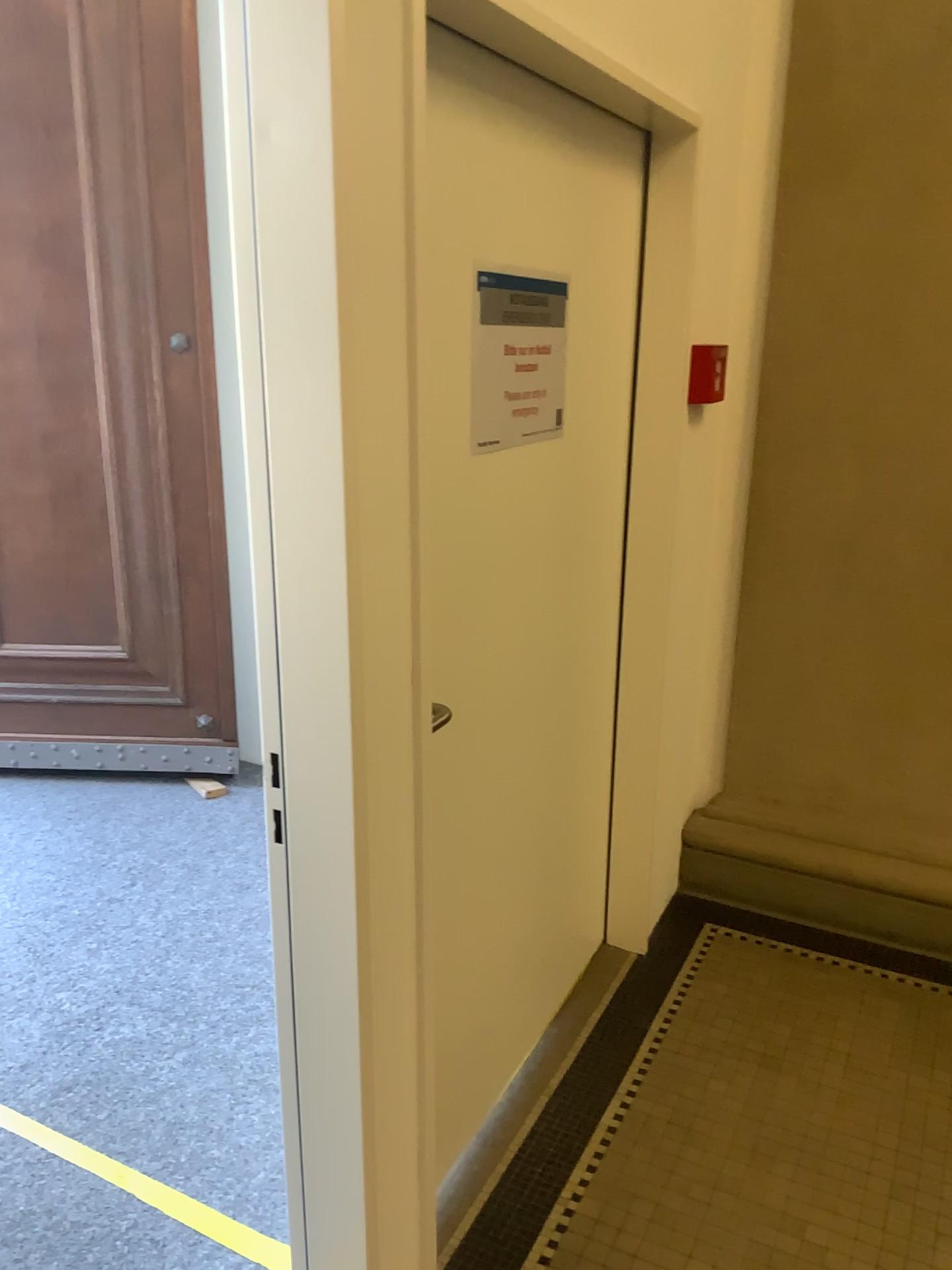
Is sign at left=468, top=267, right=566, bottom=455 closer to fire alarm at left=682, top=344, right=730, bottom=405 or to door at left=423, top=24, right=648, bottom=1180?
door at left=423, top=24, right=648, bottom=1180

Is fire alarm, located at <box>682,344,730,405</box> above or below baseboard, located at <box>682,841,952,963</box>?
above

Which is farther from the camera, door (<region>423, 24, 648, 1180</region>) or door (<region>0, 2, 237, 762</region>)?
door (<region>0, 2, 237, 762</region>)

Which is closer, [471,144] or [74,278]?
[471,144]

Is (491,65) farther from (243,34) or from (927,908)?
(927,908)

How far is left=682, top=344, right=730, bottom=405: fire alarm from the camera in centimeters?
257cm

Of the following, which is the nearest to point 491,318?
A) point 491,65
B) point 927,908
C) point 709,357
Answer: point 491,65

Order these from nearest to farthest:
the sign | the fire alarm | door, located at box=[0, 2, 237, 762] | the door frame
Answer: the door frame < the sign < the fire alarm < door, located at box=[0, 2, 237, 762]

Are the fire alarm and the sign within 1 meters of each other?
yes

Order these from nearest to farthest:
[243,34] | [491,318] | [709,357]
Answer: [243,34] → [491,318] → [709,357]
